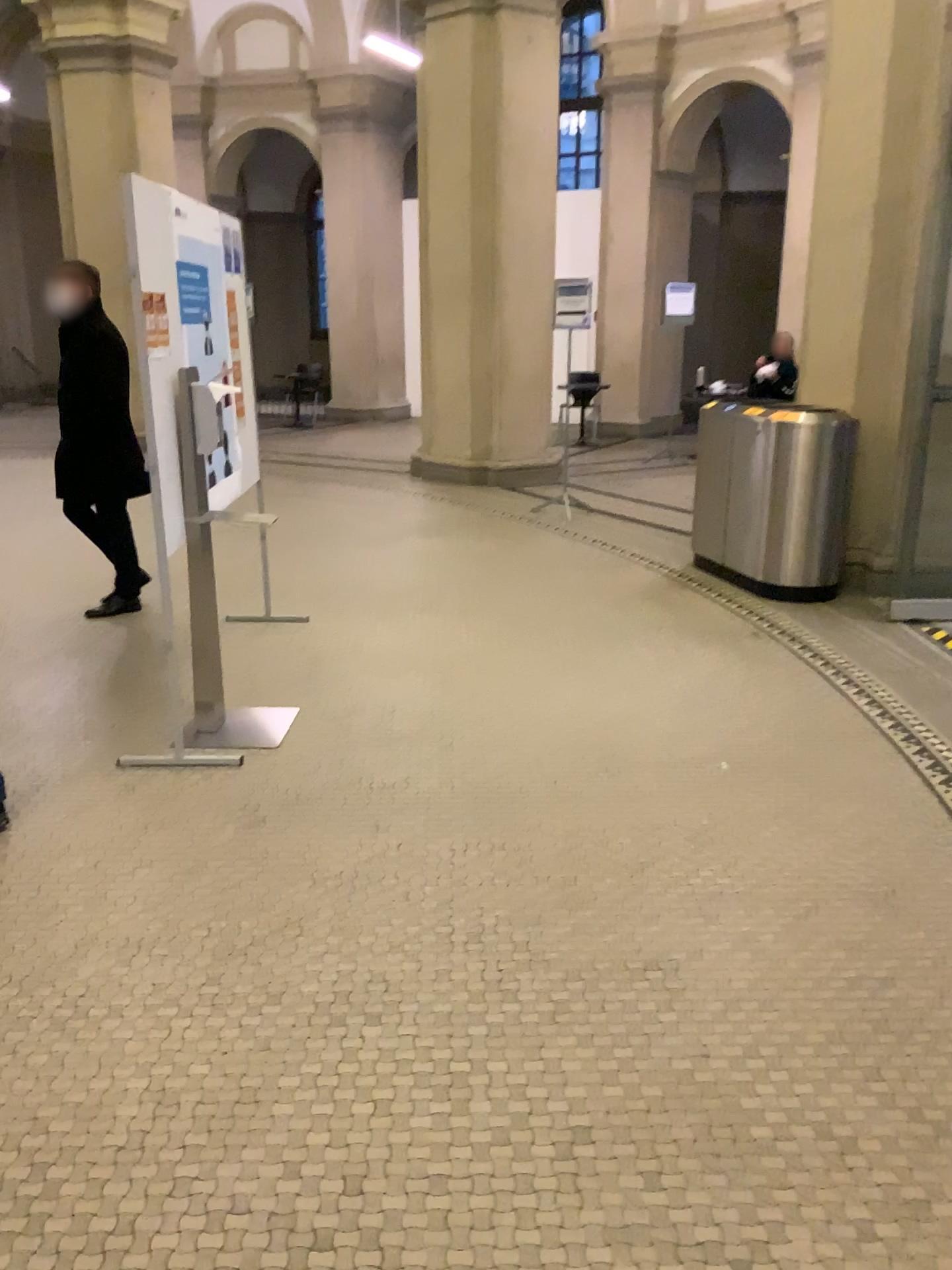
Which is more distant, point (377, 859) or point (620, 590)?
point (620, 590)
